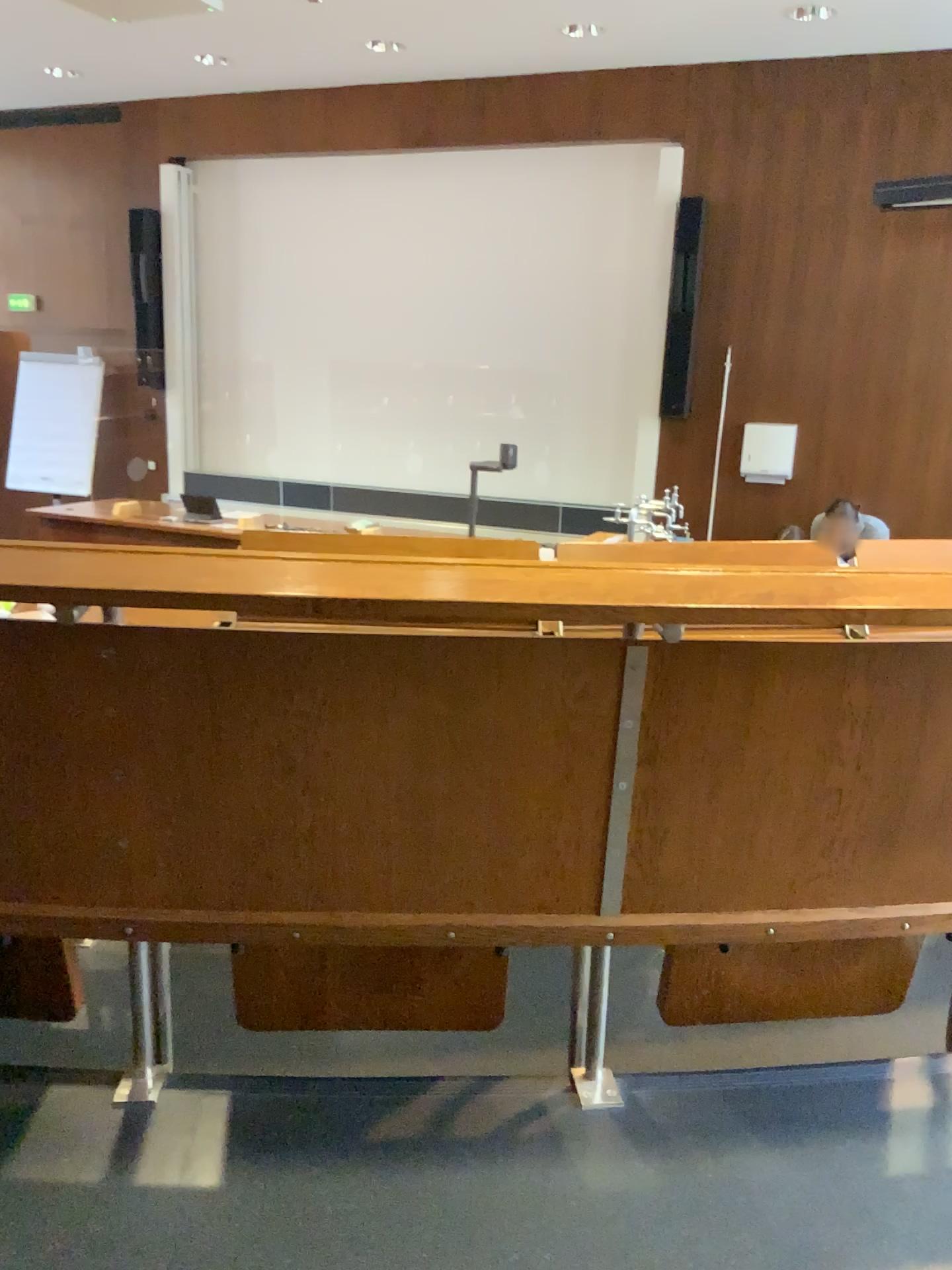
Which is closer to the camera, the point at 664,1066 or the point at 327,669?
the point at 327,669
